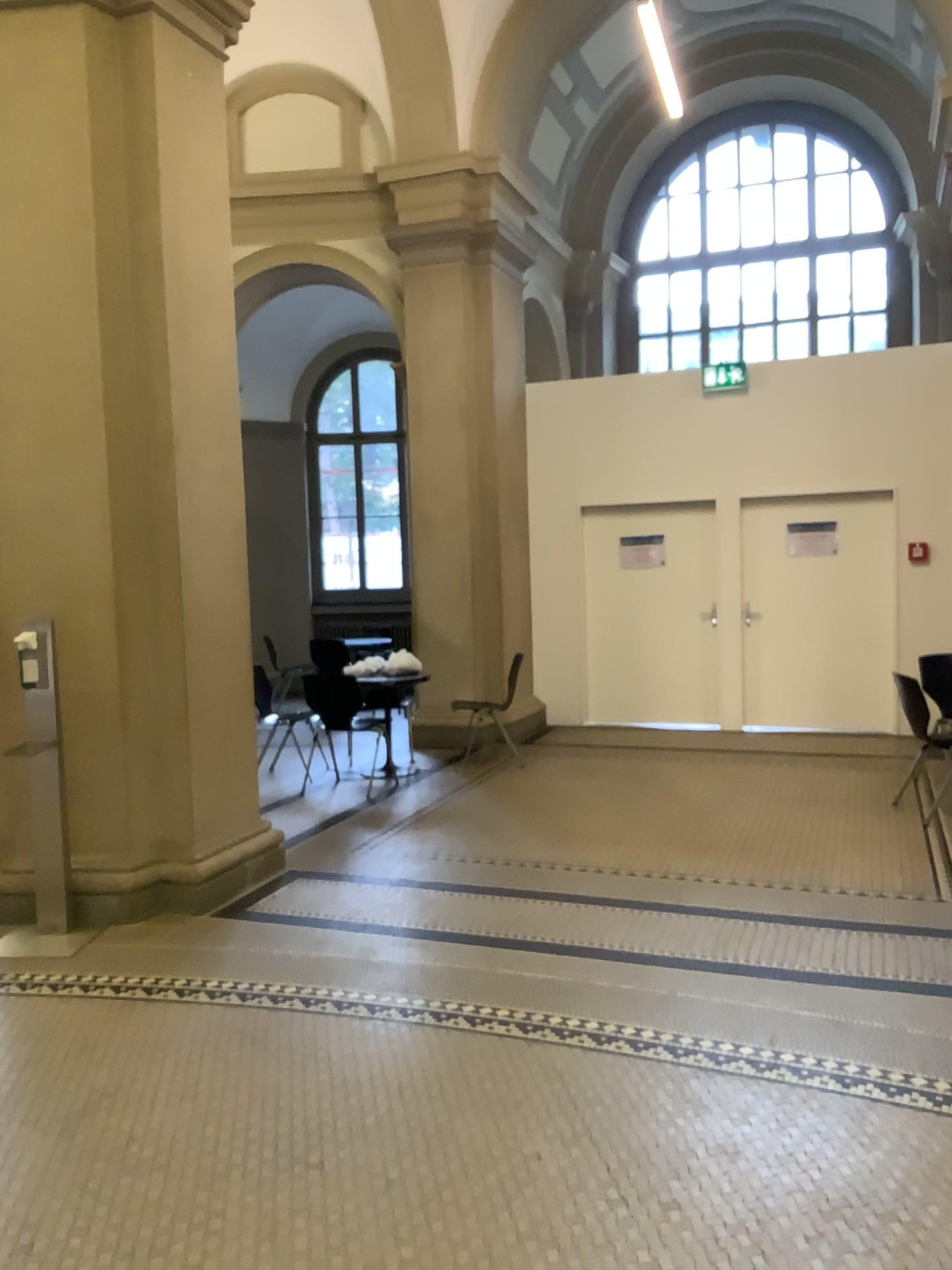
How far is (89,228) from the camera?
4.60m

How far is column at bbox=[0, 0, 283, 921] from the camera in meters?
4.6

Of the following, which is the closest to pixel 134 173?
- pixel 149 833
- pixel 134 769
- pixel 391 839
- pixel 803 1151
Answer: pixel 134 769
